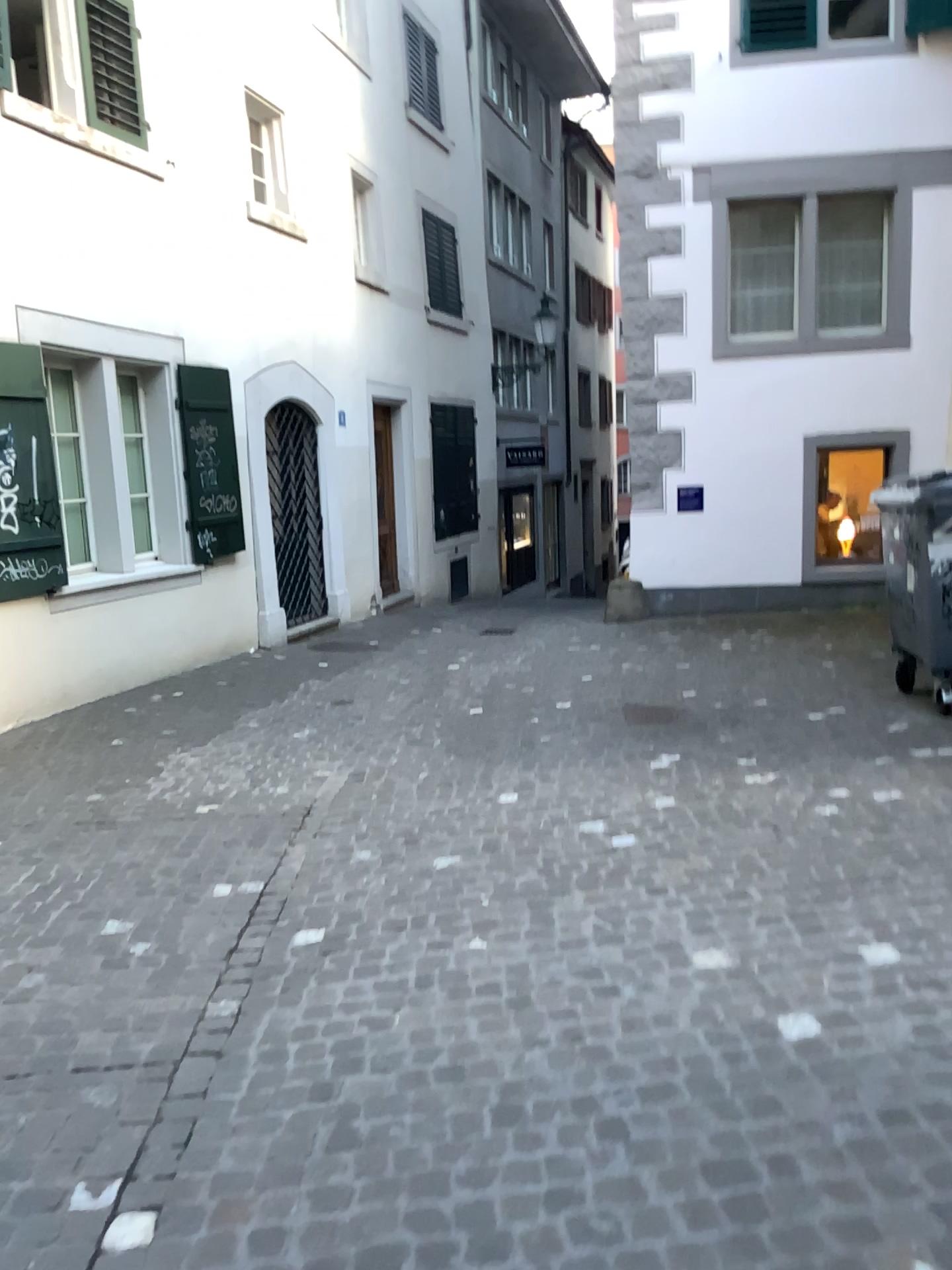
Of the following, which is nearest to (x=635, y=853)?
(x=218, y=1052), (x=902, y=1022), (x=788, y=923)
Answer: (x=788, y=923)
